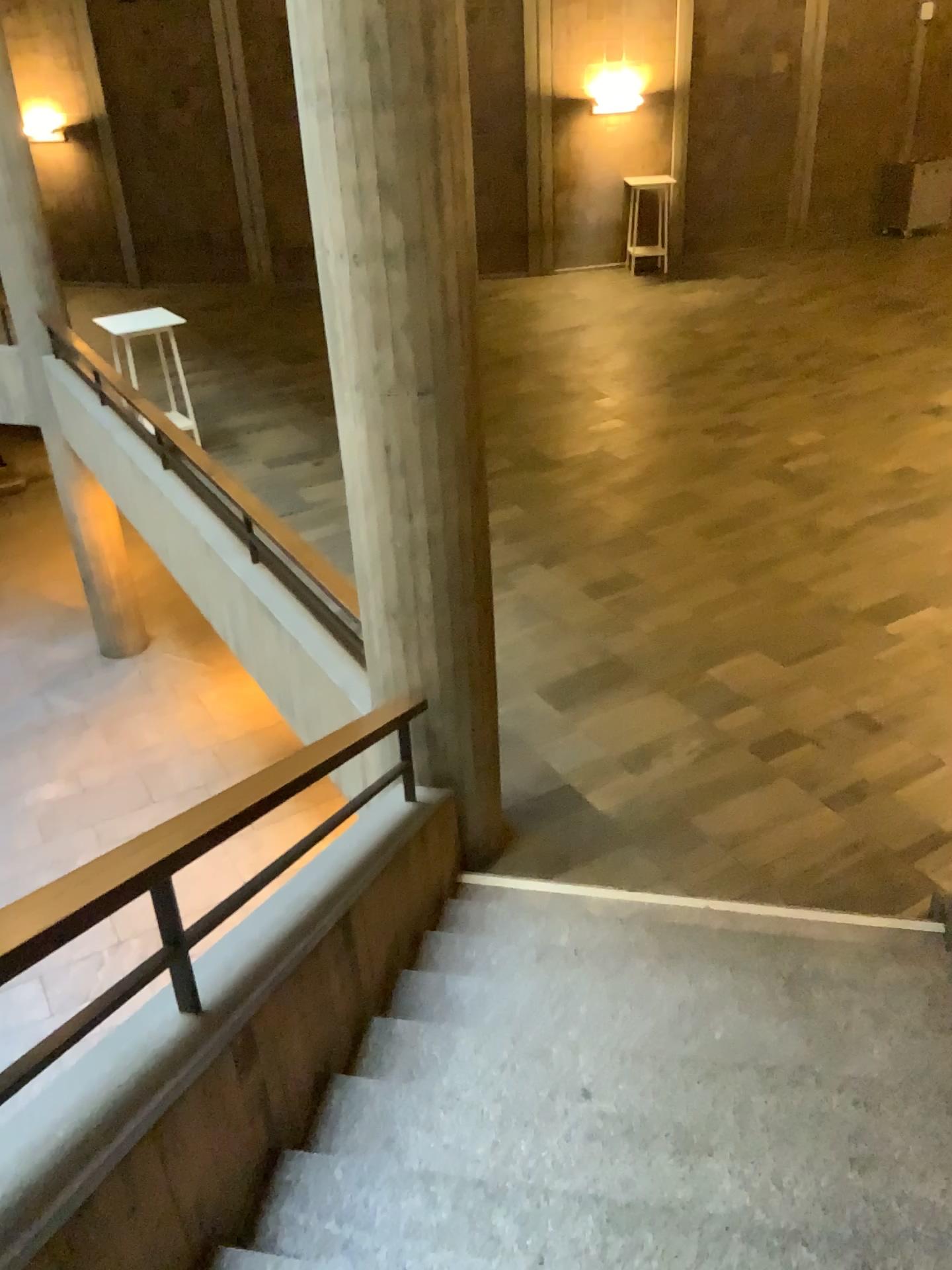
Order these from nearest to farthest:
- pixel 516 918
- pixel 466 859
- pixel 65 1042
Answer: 1. pixel 65 1042
2. pixel 516 918
3. pixel 466 859
